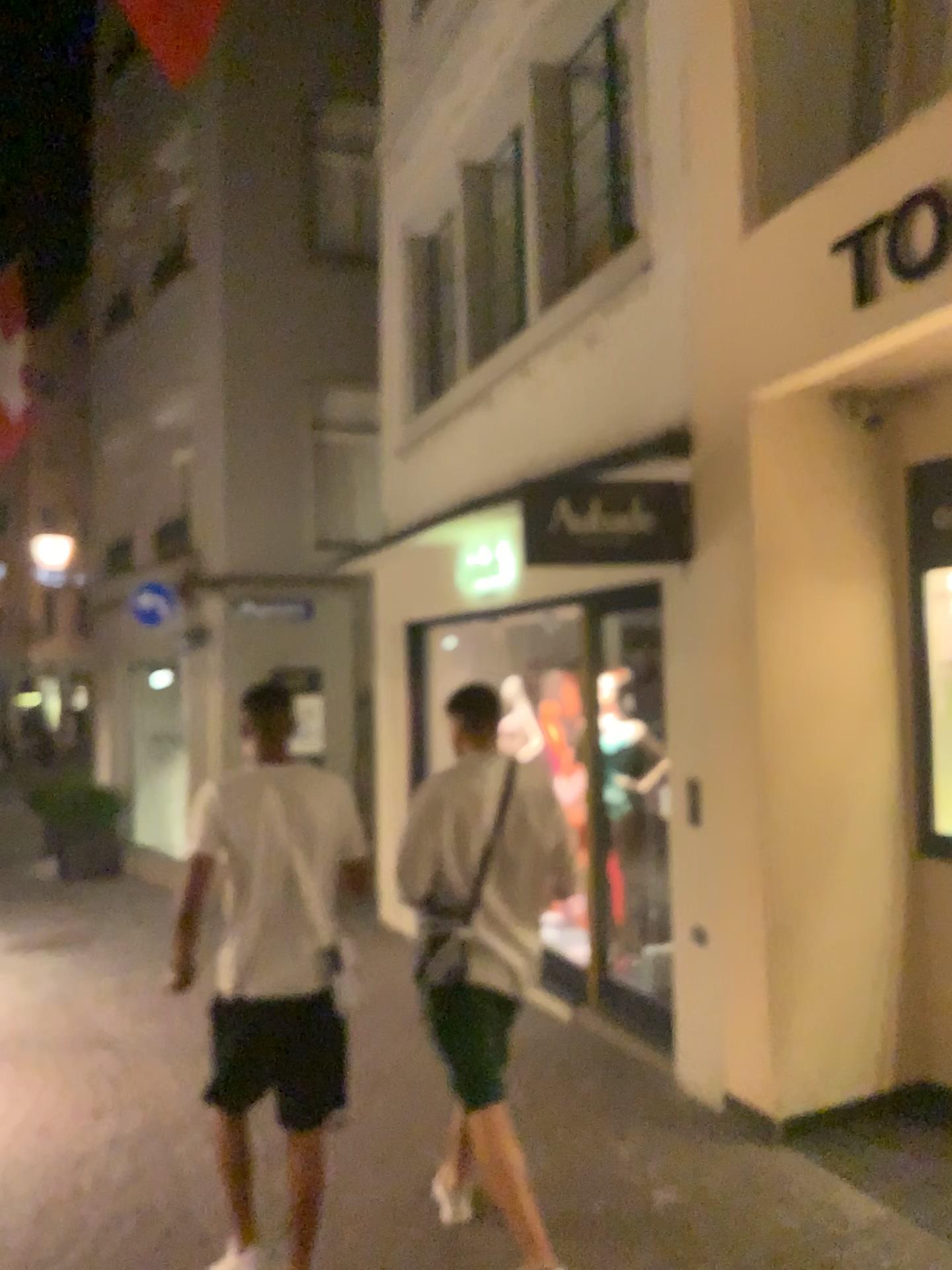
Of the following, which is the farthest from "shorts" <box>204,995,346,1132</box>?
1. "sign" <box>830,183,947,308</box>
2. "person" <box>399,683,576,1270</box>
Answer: "sign" <box>830,183,947,308</box>

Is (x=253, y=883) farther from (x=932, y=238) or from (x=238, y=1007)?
(x=932, y=238)

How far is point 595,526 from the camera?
4.6m

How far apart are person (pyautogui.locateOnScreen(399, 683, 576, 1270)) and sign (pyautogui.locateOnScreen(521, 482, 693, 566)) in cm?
149

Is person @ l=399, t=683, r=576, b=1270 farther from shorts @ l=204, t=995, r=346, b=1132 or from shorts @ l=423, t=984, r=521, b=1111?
shorts @ l=204, t=995, r=346, b=1132

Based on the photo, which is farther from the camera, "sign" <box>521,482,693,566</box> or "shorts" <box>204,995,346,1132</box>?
"sign" <box>521,482,693,566</box>

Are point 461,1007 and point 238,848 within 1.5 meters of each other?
yes

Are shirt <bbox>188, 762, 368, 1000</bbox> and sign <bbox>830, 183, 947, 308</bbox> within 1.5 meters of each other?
no

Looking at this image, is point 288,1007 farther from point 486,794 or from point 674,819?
point 674,819

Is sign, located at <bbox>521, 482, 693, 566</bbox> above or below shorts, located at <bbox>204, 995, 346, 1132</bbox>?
above
